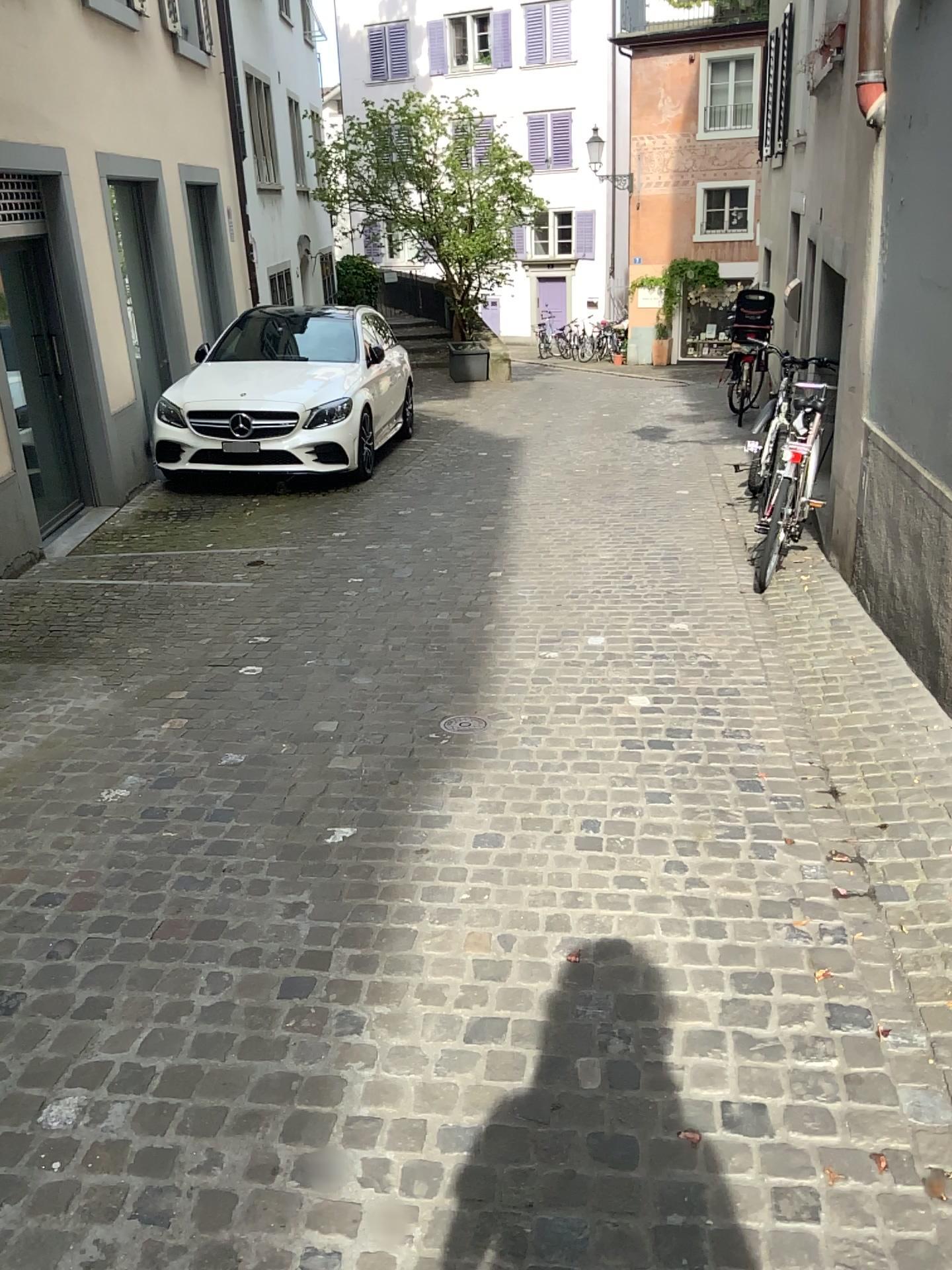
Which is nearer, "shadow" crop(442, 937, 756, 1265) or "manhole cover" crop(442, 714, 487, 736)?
"shadow" crop(442, 937, 756, 1265)

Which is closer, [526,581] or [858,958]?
[858,958]

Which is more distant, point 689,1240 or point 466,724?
point 466,724
